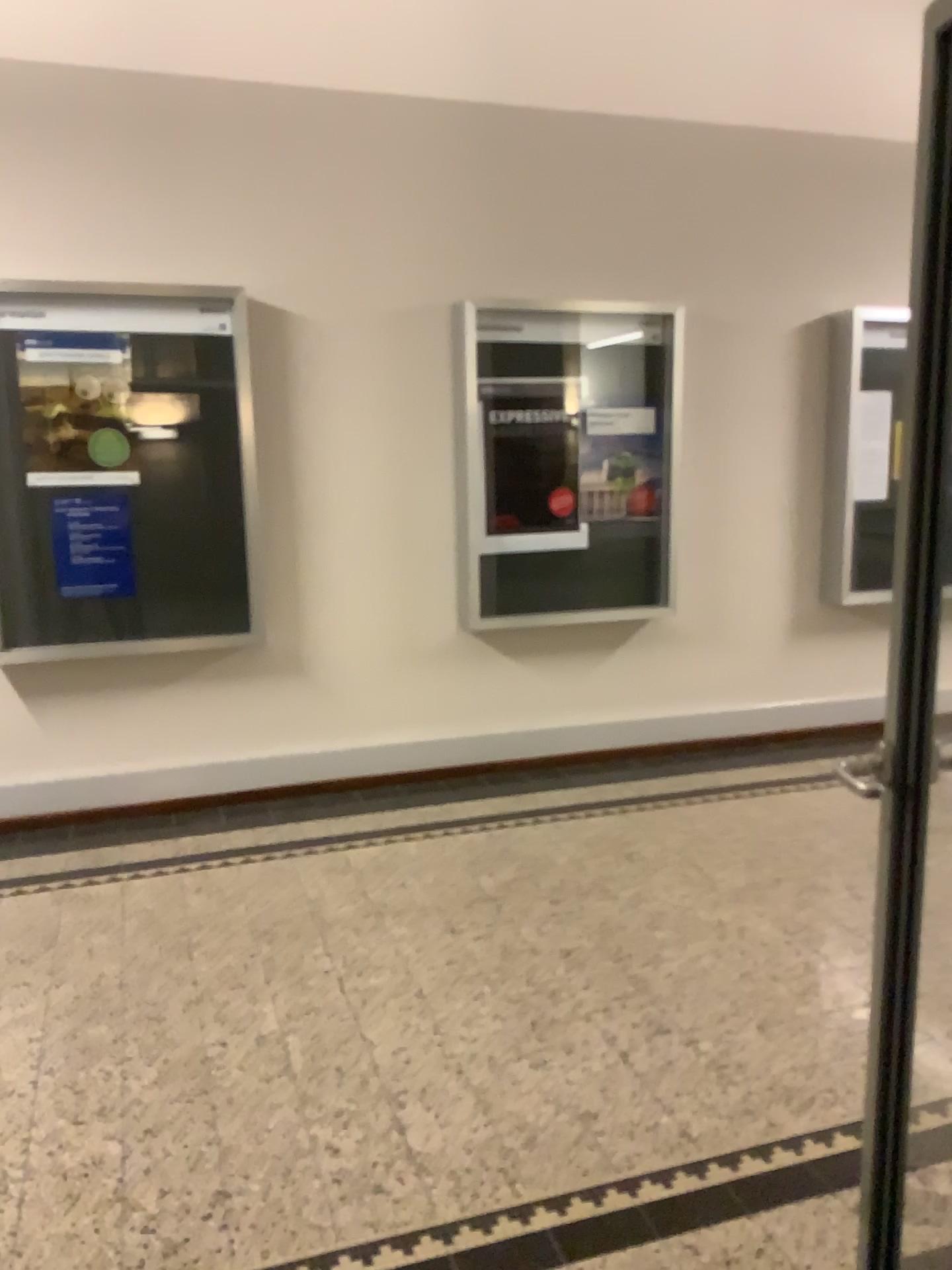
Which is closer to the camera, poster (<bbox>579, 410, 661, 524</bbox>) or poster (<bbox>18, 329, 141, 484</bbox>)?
poster (<bbox>18, 329, 141, 484</bbox>)

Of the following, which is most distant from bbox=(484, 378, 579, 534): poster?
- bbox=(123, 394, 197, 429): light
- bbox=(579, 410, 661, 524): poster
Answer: bbox=(123, 394, 197, 429): light

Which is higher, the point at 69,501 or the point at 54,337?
the point at 54,337

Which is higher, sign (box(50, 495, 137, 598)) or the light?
the light

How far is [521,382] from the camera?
4.8 meters

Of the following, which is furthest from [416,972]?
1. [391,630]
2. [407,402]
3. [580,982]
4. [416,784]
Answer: [407,402]

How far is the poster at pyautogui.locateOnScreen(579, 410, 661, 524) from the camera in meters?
4.9 m

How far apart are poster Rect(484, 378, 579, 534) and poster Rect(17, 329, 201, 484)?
1.4 meters

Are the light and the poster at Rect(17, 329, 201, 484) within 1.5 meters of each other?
yes

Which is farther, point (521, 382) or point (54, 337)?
point (521, 382)
